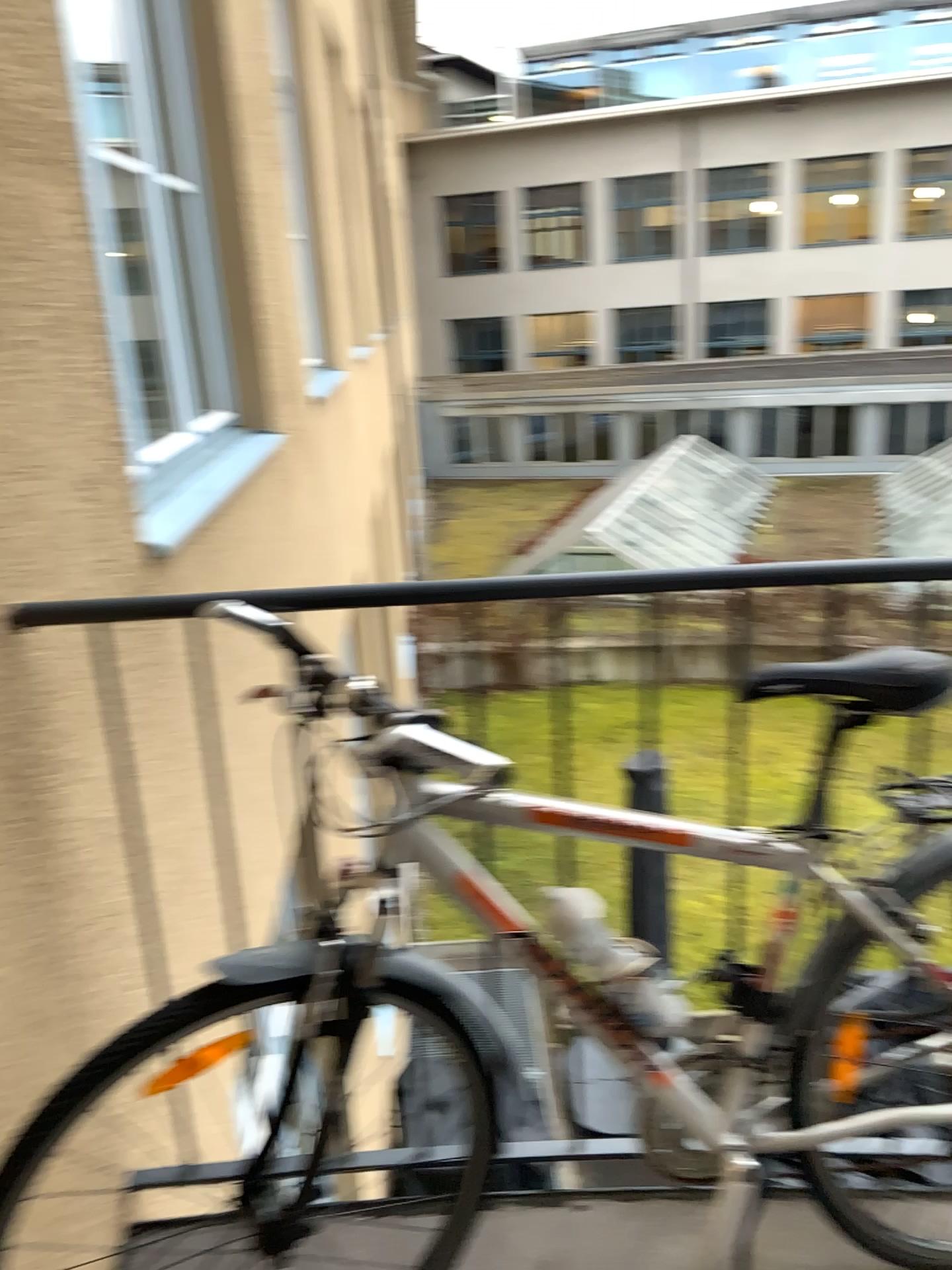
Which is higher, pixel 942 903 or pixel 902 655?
pixel 902 655

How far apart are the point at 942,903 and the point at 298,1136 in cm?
93

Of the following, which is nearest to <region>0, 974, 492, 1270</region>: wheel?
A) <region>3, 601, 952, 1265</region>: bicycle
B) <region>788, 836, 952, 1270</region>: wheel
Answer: <region>3, 601, 952, 1265</region>: bicycle

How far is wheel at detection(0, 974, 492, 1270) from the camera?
1.44m

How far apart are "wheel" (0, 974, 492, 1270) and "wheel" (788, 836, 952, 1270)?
0.45m

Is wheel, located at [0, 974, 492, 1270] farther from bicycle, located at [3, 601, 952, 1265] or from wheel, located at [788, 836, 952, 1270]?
wheel, located at [788, 836, 952, 1270]

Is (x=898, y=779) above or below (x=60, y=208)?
below

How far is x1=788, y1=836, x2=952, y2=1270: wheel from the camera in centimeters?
142cm

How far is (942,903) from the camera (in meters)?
1.42
